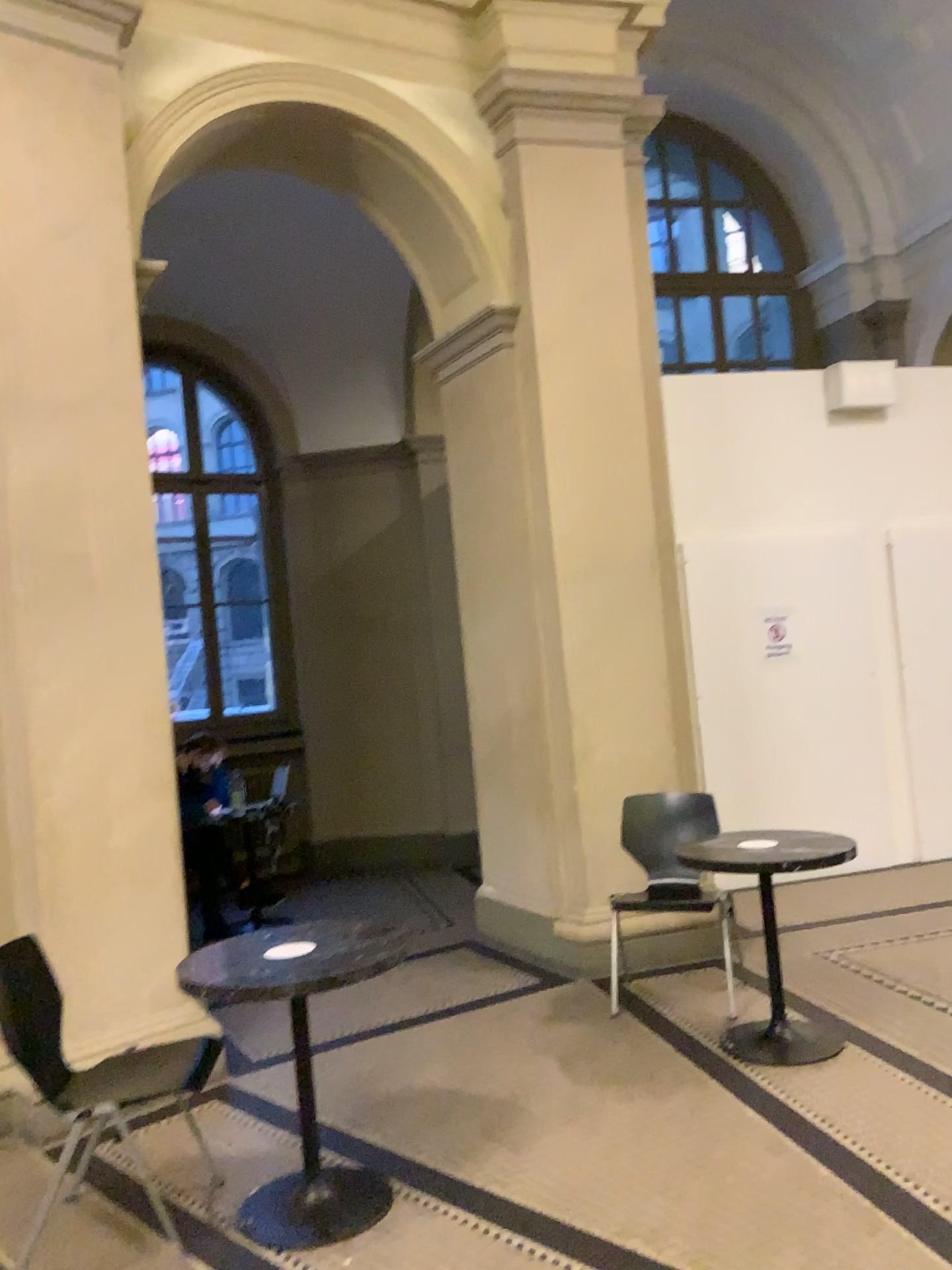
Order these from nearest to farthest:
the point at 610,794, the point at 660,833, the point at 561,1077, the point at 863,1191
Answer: the point at 863,1191 < the point at 561,1077 < the point at 660,833 < the point at 610,794

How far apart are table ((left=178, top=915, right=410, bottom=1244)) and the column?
1.04m

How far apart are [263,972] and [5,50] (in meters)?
3.34

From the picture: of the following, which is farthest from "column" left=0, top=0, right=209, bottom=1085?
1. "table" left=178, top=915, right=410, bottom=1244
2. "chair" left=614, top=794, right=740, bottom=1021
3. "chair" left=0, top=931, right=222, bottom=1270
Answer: "chair" left=614, top=794, right=740, bottom=1021

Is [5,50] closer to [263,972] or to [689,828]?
[263,972]

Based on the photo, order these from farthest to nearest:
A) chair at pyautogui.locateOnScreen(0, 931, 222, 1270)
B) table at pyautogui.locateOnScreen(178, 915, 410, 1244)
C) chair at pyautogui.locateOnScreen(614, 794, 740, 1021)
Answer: chair at pyautogui.locateOnScreen(614, 794, 740, 1021) → chair at pyautogui.locateOnScreen(0, 931, 222, 1270) → table at pyautogui.locateOnScreen(178, 915, 410, 1244)

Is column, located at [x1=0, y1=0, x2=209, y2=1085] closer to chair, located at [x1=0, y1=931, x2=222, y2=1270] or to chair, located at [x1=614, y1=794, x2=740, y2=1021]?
chair, located at [x1=0, y1=931, x2=222, y2=1270]

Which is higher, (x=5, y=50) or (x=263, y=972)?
(x=5, y=50)

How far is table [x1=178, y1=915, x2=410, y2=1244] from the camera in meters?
2.8 m

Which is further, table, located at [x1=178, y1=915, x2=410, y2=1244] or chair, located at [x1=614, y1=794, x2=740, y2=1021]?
chair, located at [x1=614, y1=794, x2=740, y2=1021]
